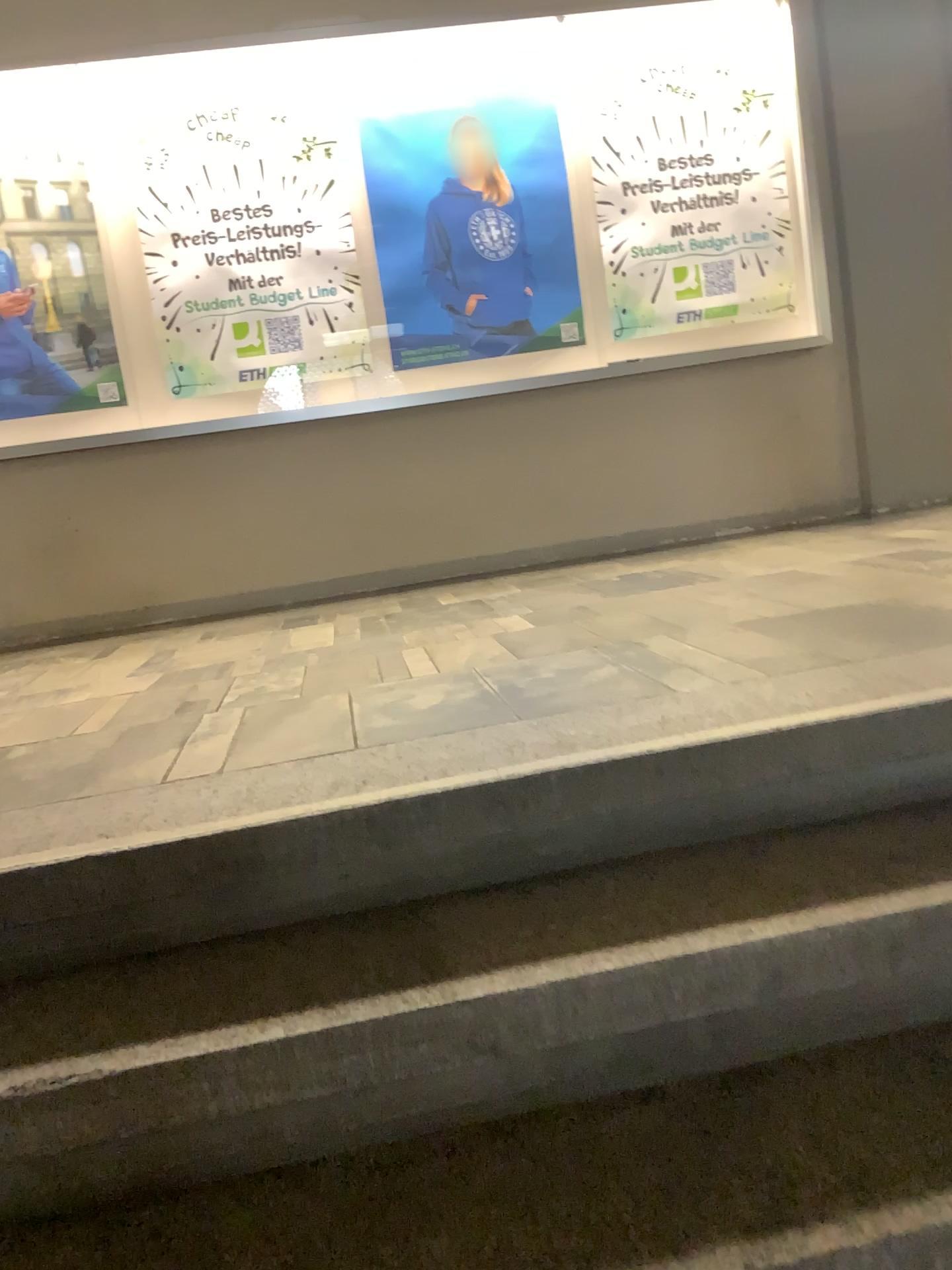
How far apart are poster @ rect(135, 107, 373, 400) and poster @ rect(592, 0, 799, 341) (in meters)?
1.06

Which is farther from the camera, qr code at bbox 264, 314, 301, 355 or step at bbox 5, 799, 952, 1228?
qr code at bbox 264, 314, 301, 355

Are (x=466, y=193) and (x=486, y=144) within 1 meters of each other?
yes

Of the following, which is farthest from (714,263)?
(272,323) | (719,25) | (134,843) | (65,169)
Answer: (134,843)

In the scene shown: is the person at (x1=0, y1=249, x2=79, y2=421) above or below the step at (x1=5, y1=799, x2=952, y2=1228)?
above

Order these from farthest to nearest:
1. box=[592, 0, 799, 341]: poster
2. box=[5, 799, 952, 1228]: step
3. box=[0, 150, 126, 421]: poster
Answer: box=[592, 0, 799, 341]: poster
box=[0, 150, 126, 421]: poster
box=[5, 799, 952, 1228]: step

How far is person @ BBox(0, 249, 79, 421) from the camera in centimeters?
422cm

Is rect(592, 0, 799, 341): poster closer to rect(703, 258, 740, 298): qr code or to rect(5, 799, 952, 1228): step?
rect(703, 258, 740, 298): qr code

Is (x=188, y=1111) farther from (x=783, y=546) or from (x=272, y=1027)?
(x=783, y=546)

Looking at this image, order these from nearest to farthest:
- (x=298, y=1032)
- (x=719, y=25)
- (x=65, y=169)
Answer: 1. (x=298, y=1032)
2. (x=65, y=169)
3. (x=719, y=25)
